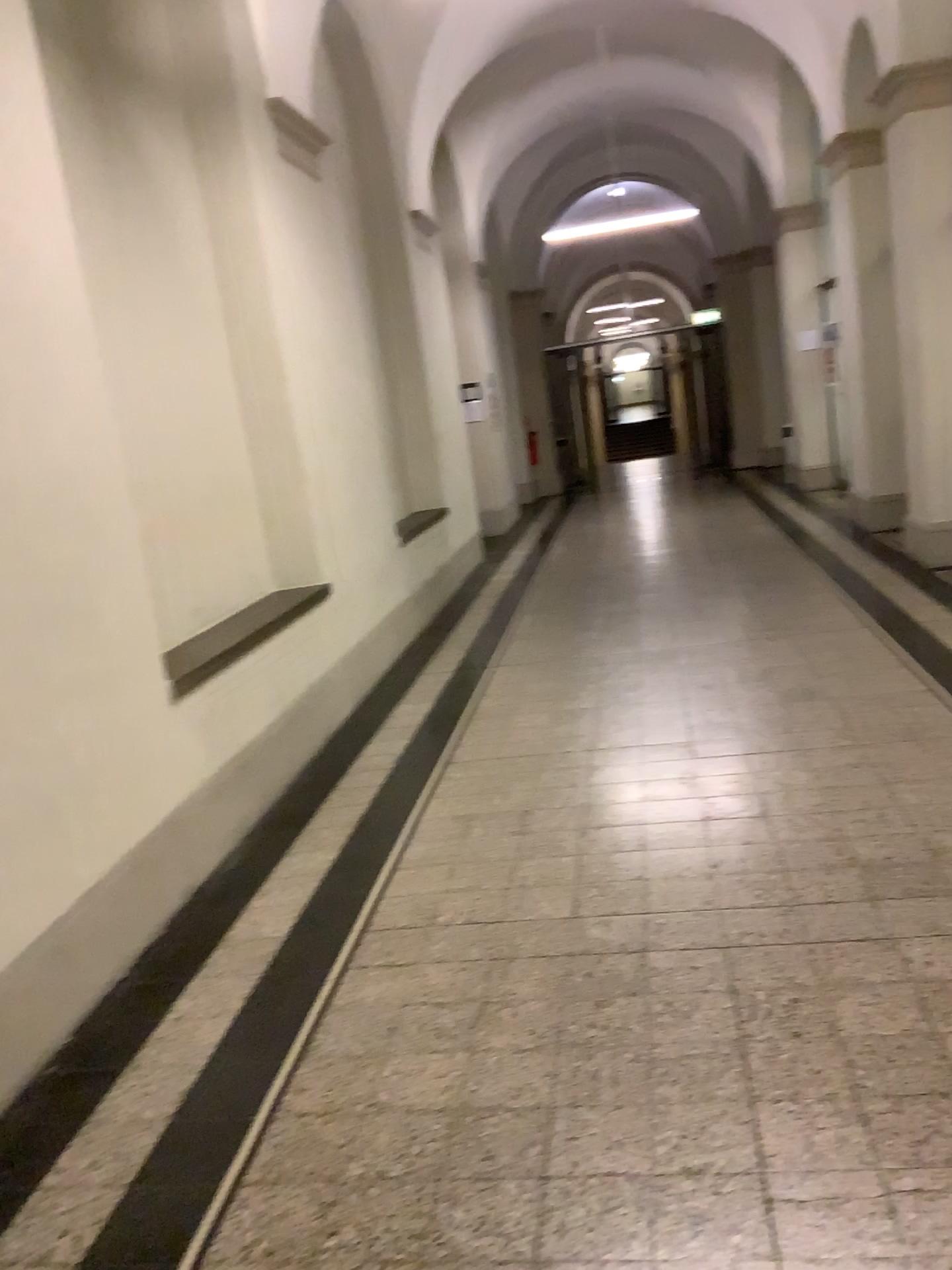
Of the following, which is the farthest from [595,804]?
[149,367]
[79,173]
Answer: [79,173]
